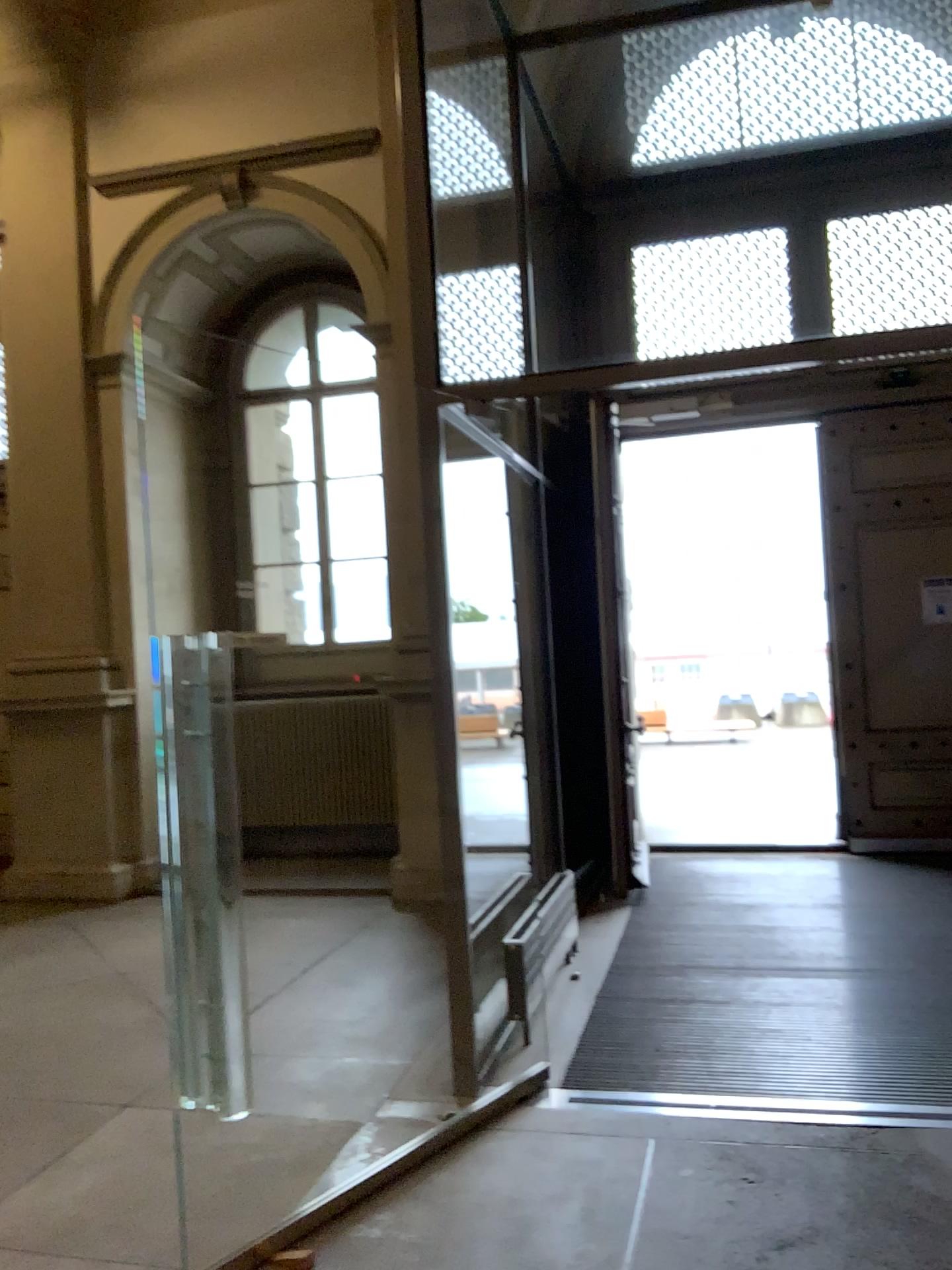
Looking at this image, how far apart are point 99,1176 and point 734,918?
3.3 meters
